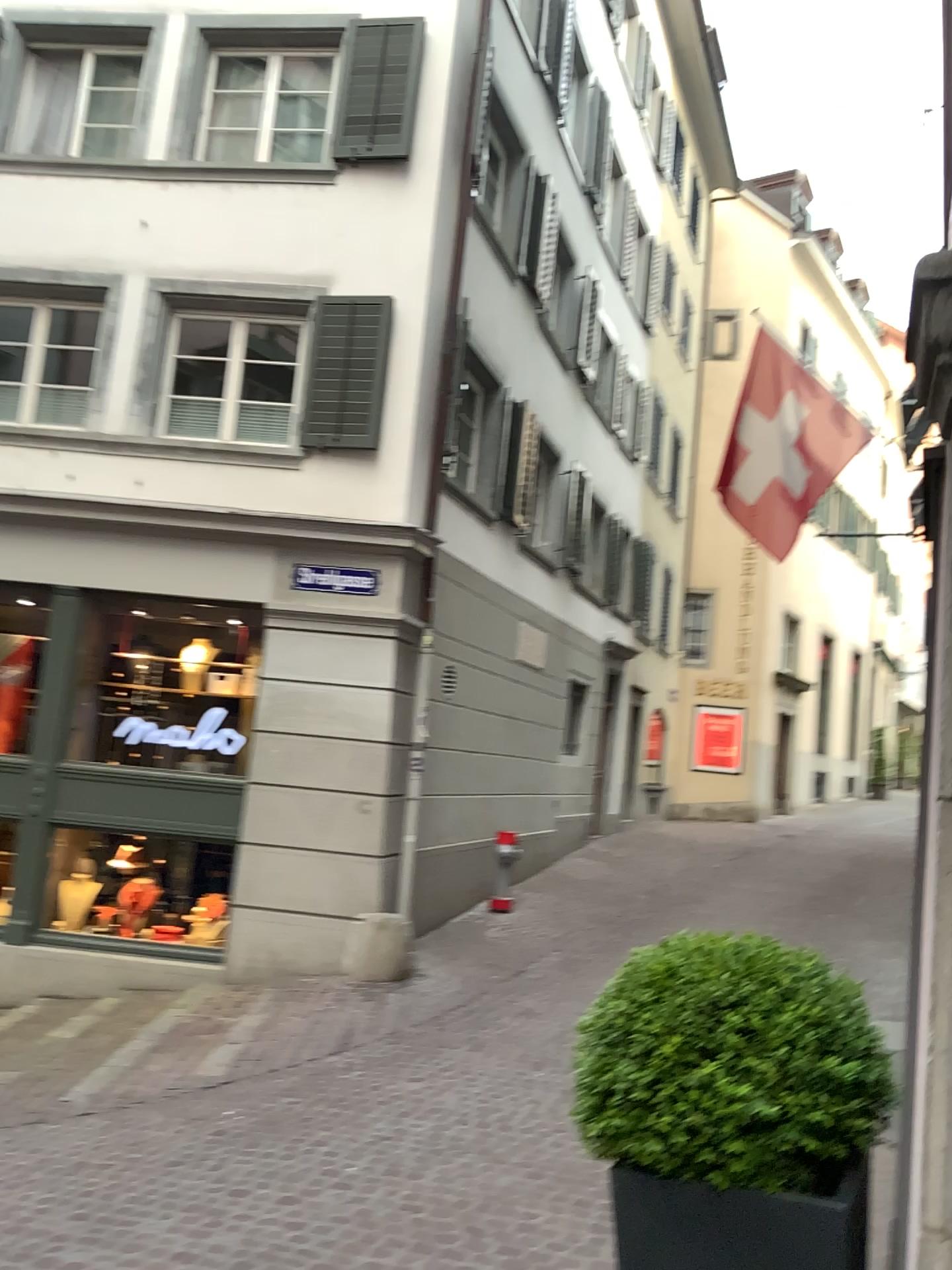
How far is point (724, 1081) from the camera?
1.74m

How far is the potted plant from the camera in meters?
1.7

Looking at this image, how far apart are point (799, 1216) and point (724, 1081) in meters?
0.3

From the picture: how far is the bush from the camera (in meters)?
1.74

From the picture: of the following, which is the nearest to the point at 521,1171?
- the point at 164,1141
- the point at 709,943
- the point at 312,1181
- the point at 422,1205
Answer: the point at 422,1205

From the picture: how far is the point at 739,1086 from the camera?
1.7m

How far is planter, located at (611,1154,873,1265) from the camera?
1.74m
